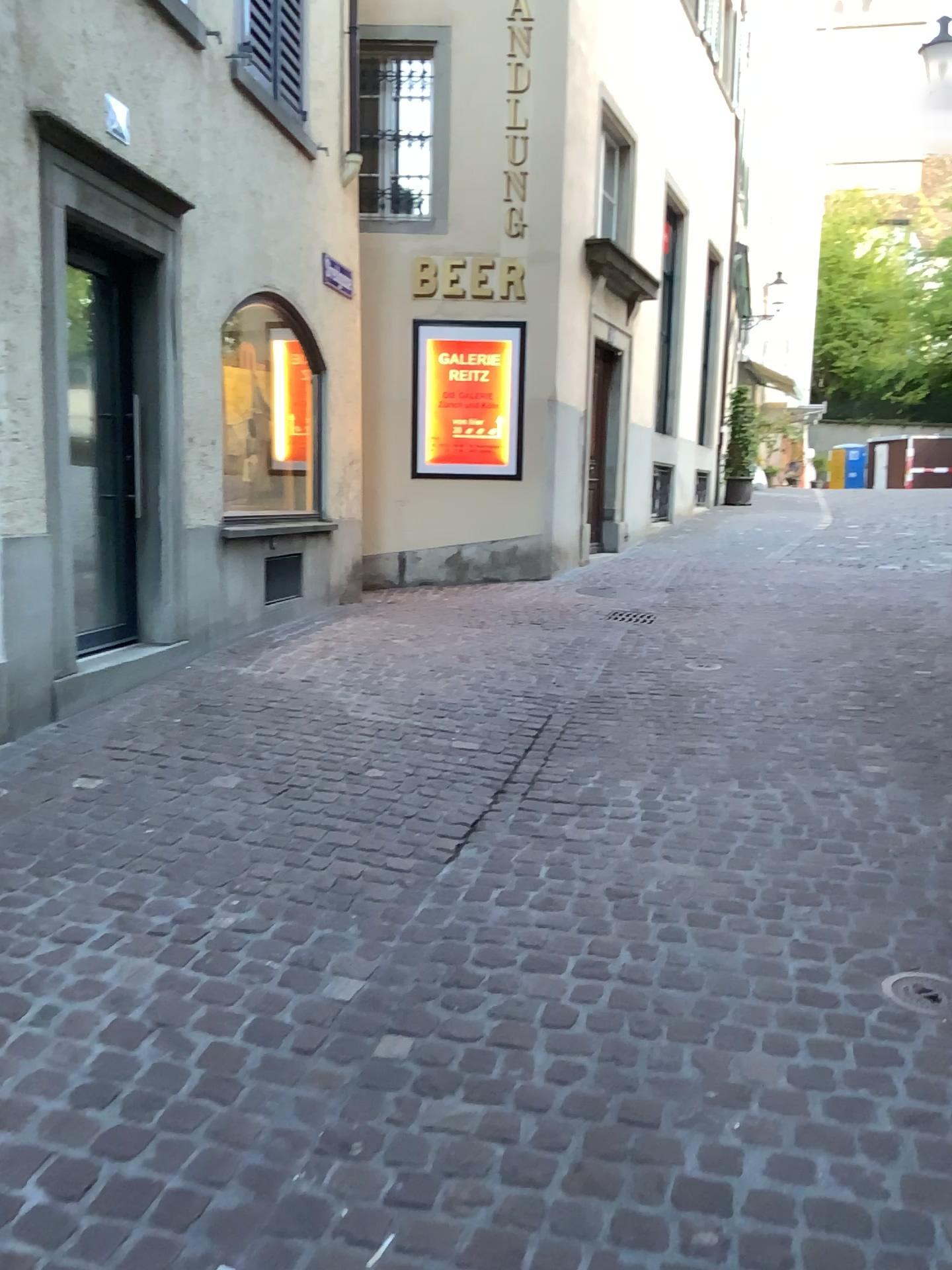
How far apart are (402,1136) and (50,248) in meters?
3.6

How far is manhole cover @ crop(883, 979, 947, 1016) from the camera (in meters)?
2.44

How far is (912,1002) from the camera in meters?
2.4 m

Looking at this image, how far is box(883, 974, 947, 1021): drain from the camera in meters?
2.4

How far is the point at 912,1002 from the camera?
2.44m
